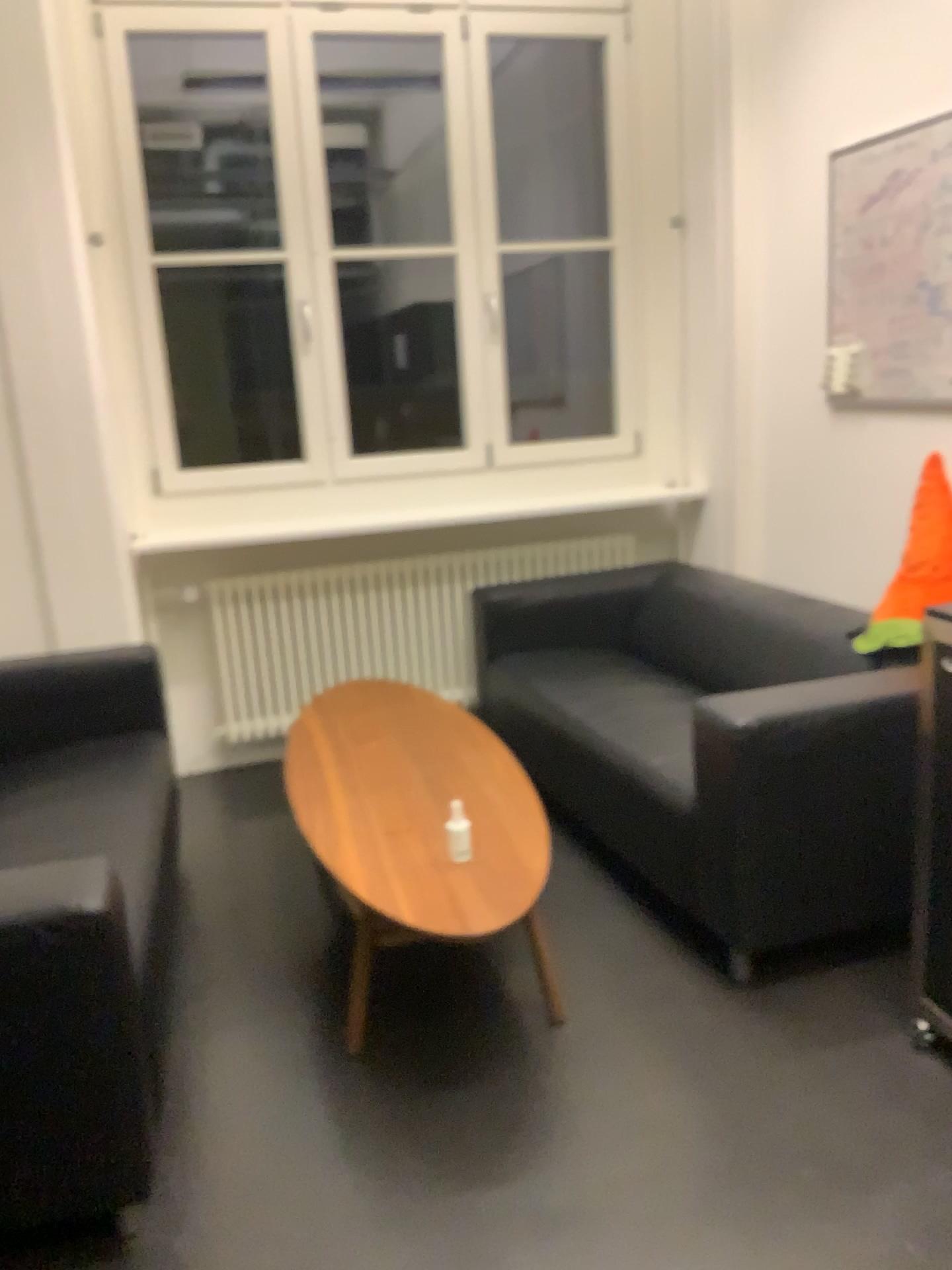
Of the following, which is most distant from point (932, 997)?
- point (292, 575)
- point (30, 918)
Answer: point (292, 575)

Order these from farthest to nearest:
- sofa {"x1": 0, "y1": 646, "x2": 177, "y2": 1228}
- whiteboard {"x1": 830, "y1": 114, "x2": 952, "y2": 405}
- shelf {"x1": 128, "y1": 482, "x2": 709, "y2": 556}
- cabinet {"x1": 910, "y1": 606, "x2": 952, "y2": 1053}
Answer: shelf {"x1": 128, "y1": 482, "x2": 709, "y2": 556}
whiteboard {"x1": 830, "y1": 114, "x2": 952, "y2": 405}
cabinet {"x1": 910, "y1": 606, "x2": 952, "y2": 1053}
sofa {"x1": 0, "y1": 646, "x2": 177, "y2": 1228}

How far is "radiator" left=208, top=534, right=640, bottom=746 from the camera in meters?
3.9 m

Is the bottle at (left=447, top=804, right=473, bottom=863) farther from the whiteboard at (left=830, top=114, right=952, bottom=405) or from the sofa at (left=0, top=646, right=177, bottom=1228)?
the whiteboard at (left=830, top=114, right=952, bottom=405)

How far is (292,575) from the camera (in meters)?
3.88

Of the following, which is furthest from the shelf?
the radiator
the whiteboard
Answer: the whiteboard

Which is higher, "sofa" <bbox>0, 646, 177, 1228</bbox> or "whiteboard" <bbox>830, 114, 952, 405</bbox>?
"whiteboard" <bbox>830, 114, 952, 405</bbox>

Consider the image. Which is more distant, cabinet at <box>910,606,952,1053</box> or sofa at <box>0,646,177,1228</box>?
cabinet at <box>910,606,952,1053</box>

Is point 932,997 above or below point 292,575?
below

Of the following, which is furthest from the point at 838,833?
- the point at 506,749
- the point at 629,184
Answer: the point at 629,184
